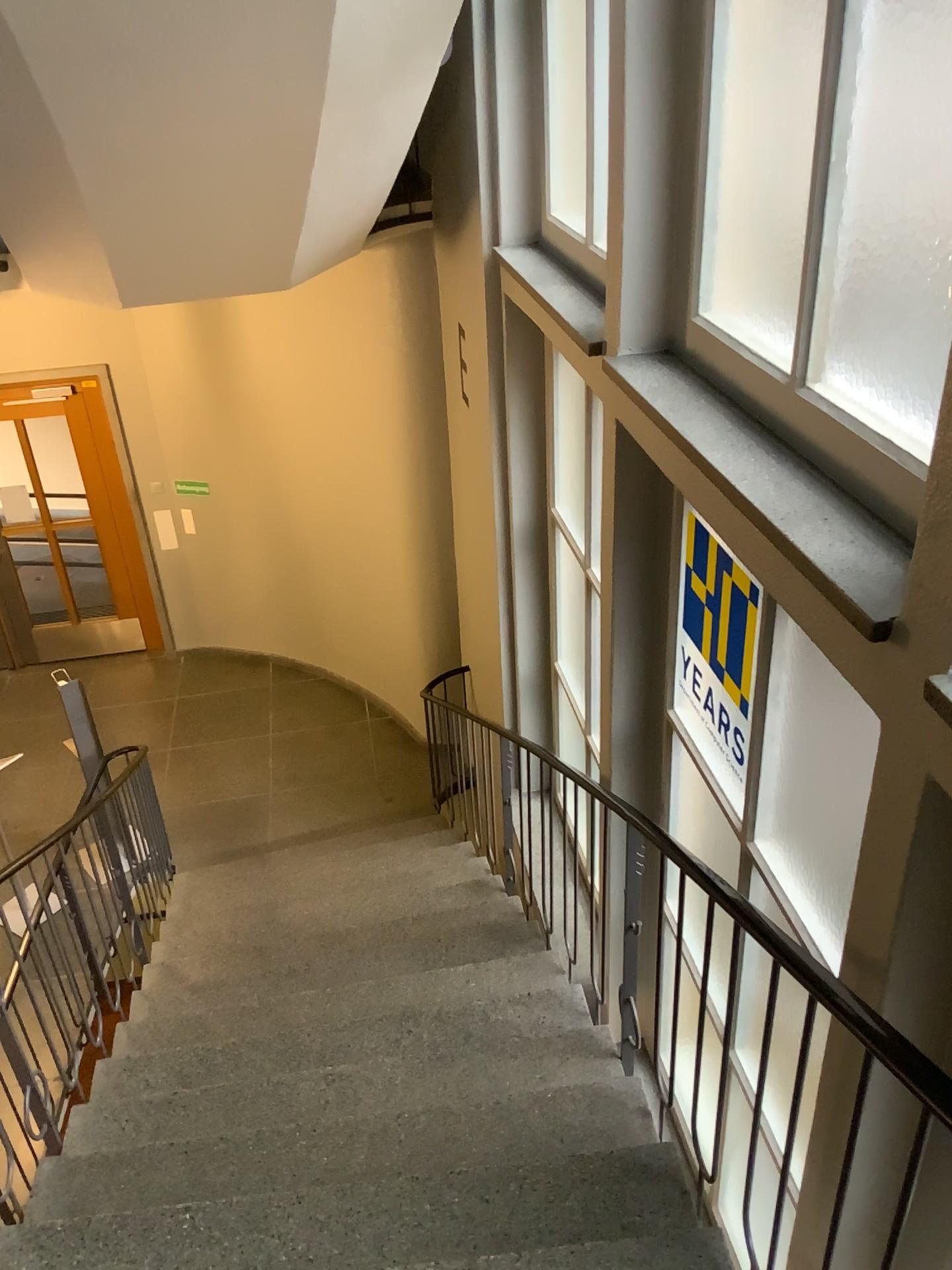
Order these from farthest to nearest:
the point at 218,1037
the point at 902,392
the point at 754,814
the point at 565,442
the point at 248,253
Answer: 1. the point at 565,442
2. the point at 248,253
3. the point at 218,1037
4. the point at 754,814
5. the point at 902,392

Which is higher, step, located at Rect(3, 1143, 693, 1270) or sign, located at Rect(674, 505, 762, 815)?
sign, located at Rect(674, 505, 762, 815)

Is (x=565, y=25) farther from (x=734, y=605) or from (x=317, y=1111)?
(x=317, y=1111)

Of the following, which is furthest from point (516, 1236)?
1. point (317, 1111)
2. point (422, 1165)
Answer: point (317, 1111)

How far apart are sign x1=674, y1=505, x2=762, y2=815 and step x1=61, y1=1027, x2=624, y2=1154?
0.8 meters

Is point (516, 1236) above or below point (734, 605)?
below

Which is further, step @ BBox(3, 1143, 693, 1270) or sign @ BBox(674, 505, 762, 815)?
sign @ BBox(674, 505, 762, 815)

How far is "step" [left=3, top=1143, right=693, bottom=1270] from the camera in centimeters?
228cm

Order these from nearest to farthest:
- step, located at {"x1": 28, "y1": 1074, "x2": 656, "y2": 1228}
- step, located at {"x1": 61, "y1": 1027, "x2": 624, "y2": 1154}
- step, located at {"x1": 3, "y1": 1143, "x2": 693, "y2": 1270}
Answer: step, located at {"x1": 3, "y1": 1143, "x2": 693, "y2": 1270}, step, located at {"x1": 28, "y1": 1074, "x2": 656, "y2": 1228}, step, located at {"x1": 61, "y1": 1027, "x2": 624, "y2": 1154}

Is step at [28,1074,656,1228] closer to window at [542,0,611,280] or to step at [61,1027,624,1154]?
step at [61,1027,624,1154]
